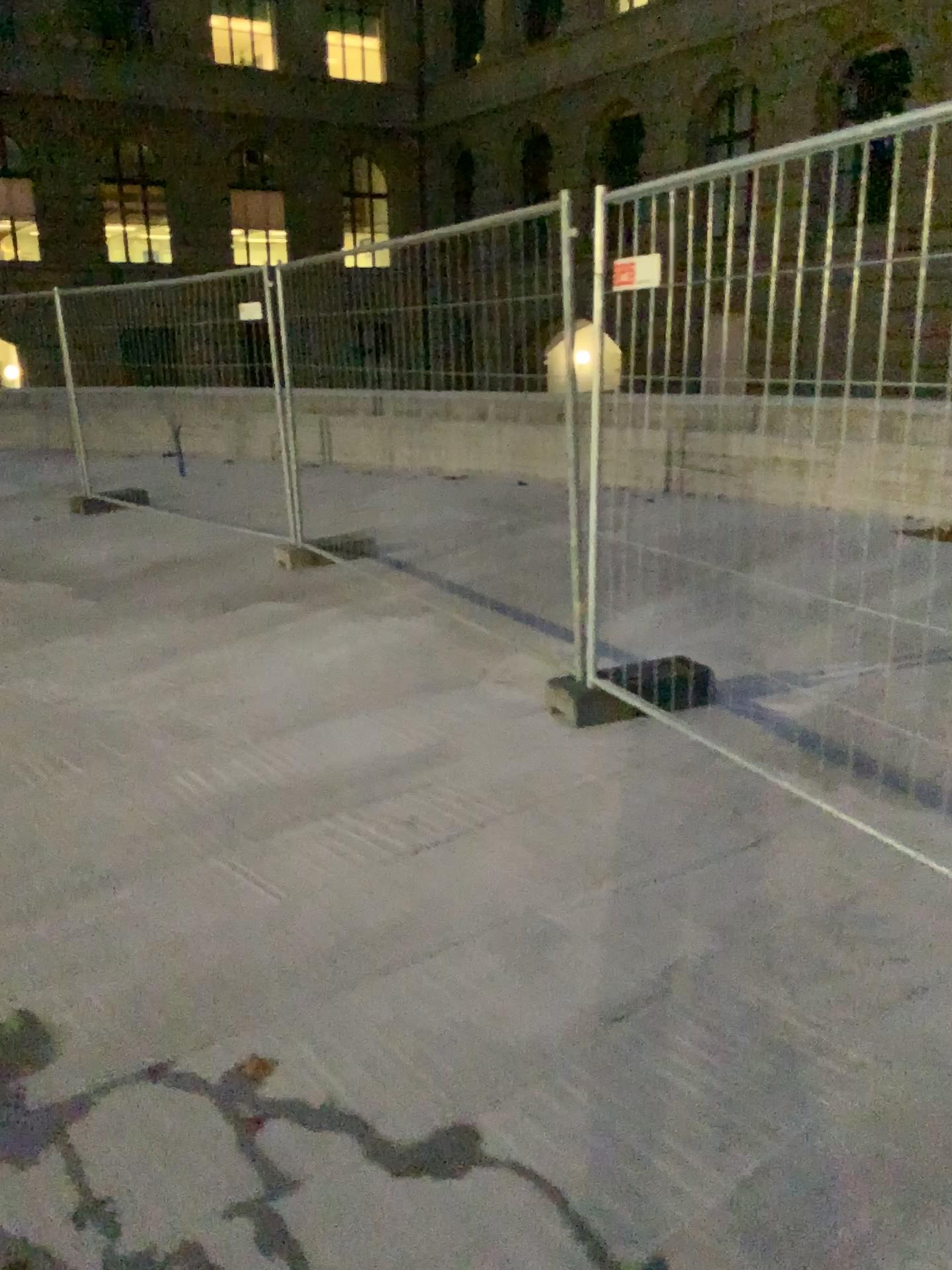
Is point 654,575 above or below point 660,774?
above
